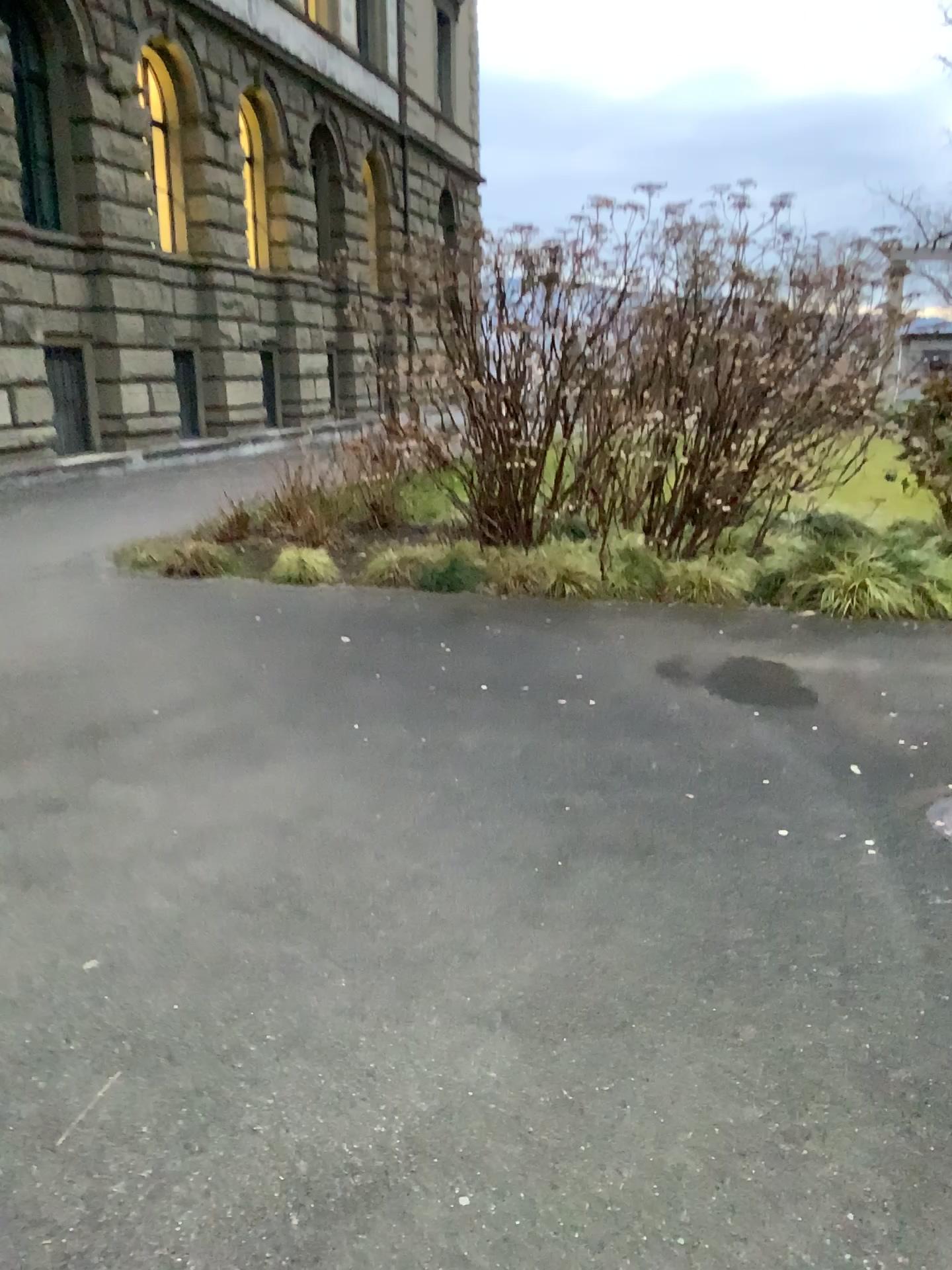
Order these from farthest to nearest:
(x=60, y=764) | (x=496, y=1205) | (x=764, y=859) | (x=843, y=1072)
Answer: (x=60, y=764)
(x=764, y=859)
(x=843, y=1072)
(x=496, y=1205)
